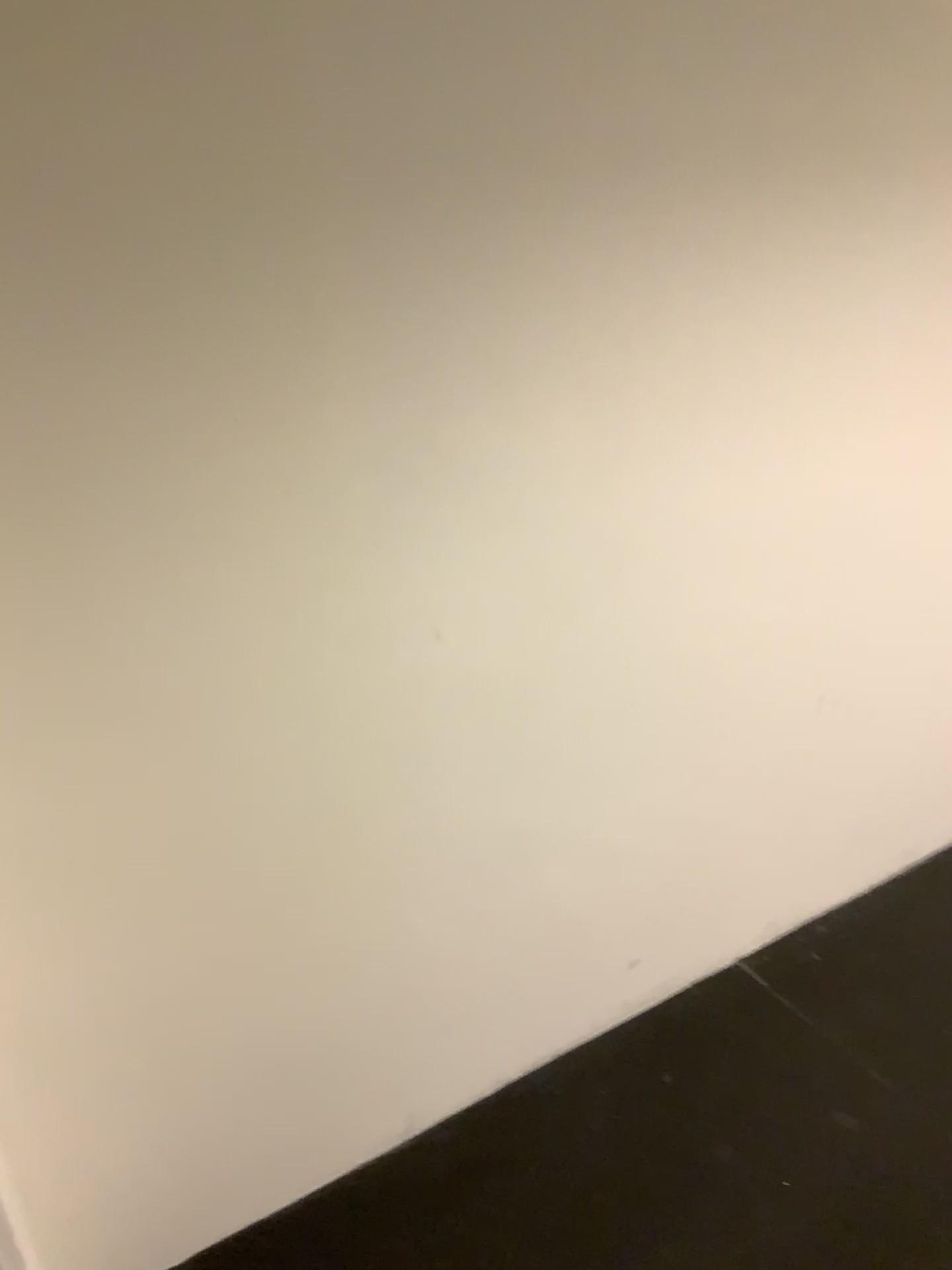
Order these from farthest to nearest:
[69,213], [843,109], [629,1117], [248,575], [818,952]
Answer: [818,952]
[629,1117]
[843,109]
[248,575]
[69,213]
